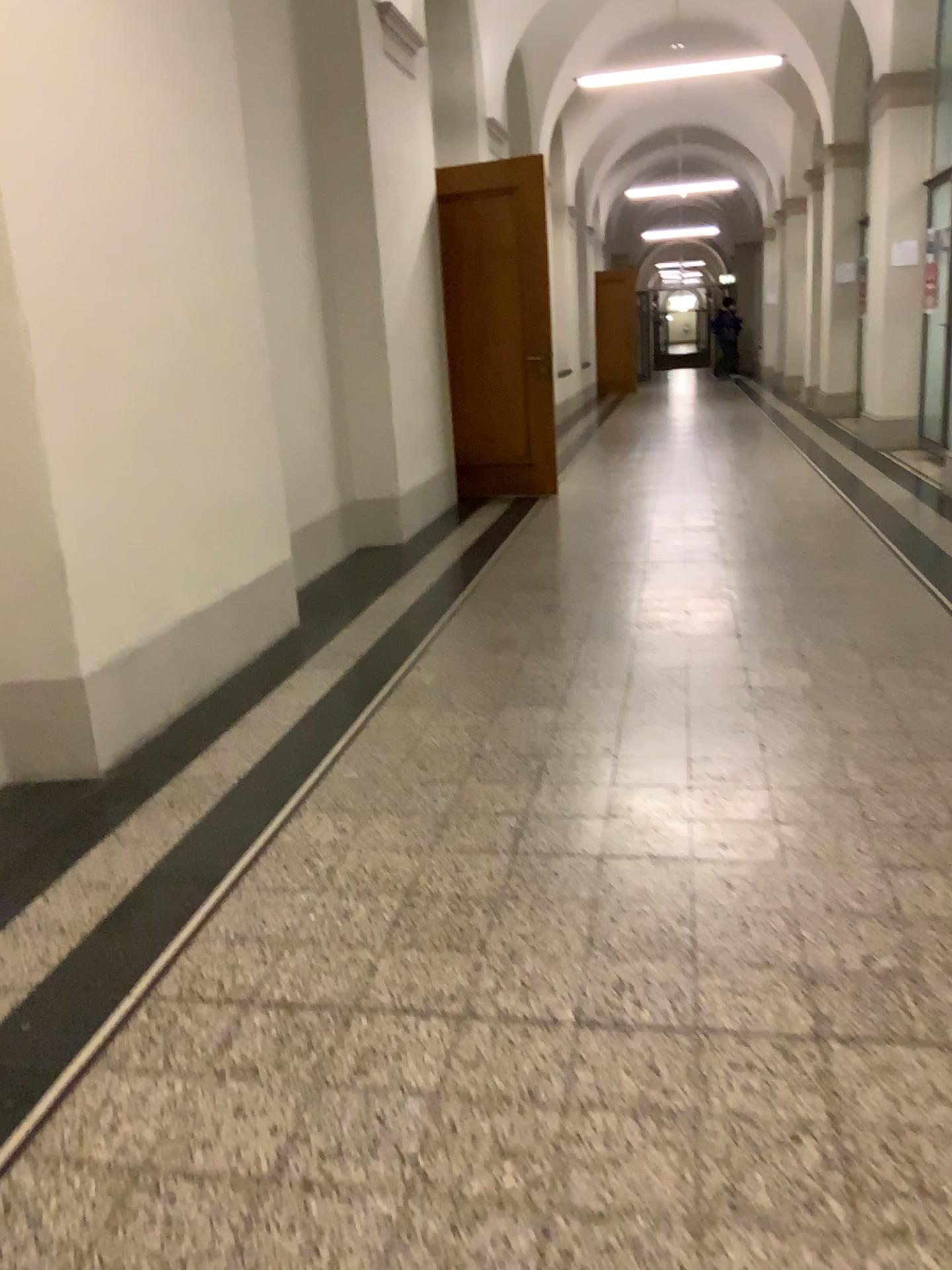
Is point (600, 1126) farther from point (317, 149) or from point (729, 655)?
point (317, 149)
